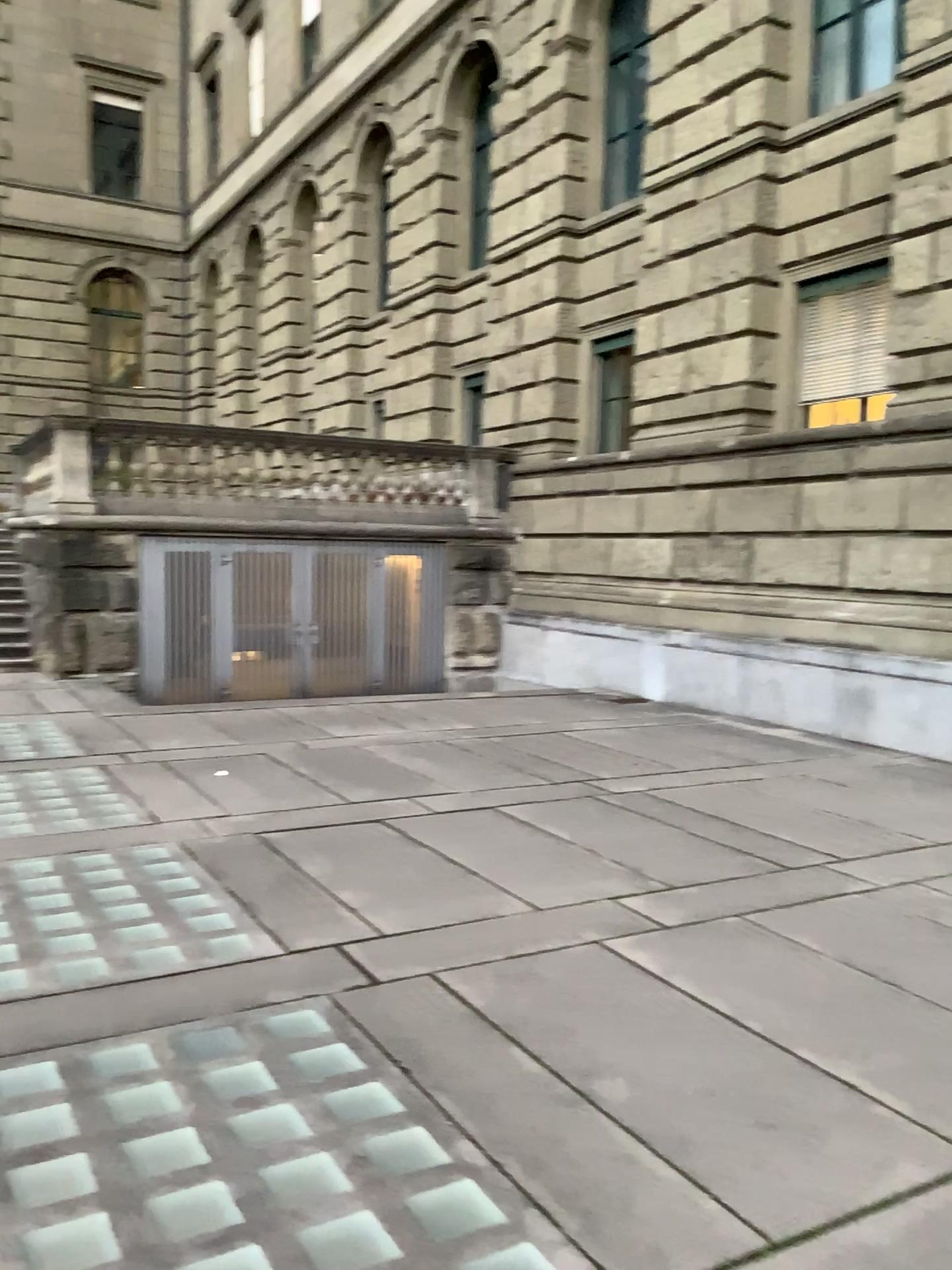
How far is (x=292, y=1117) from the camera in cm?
278
